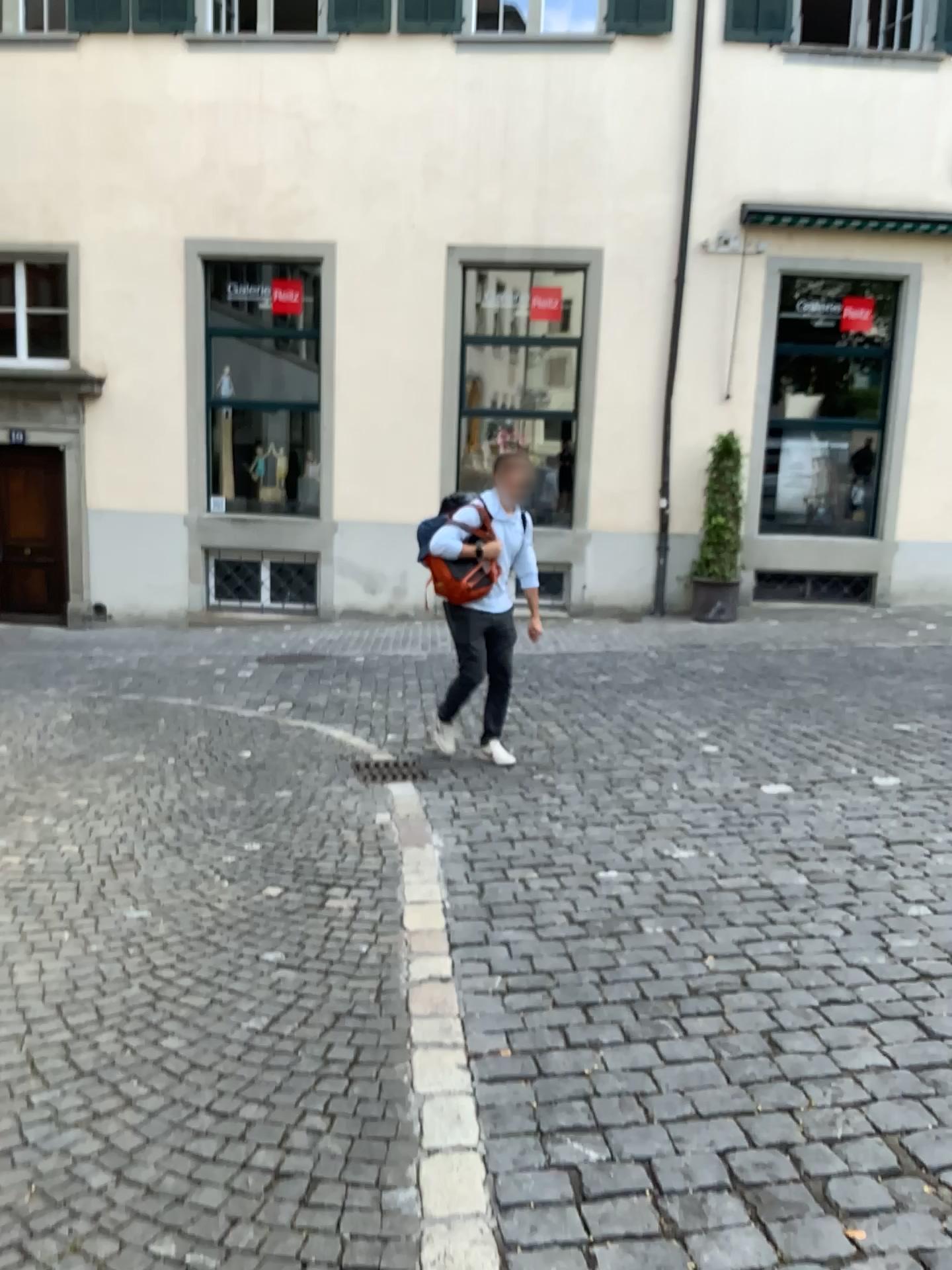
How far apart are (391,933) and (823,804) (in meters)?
2.31
